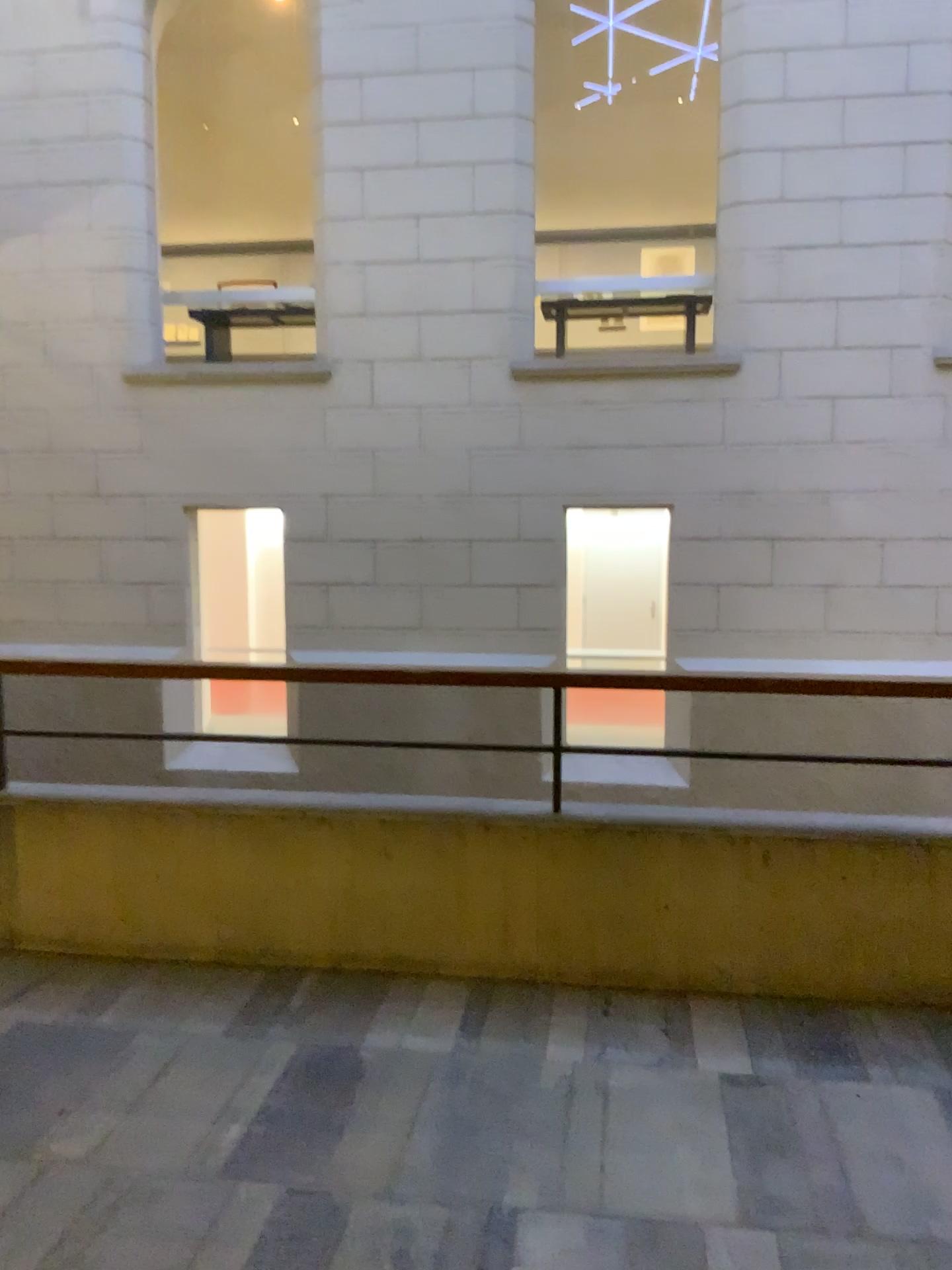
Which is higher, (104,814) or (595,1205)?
(104,814)
